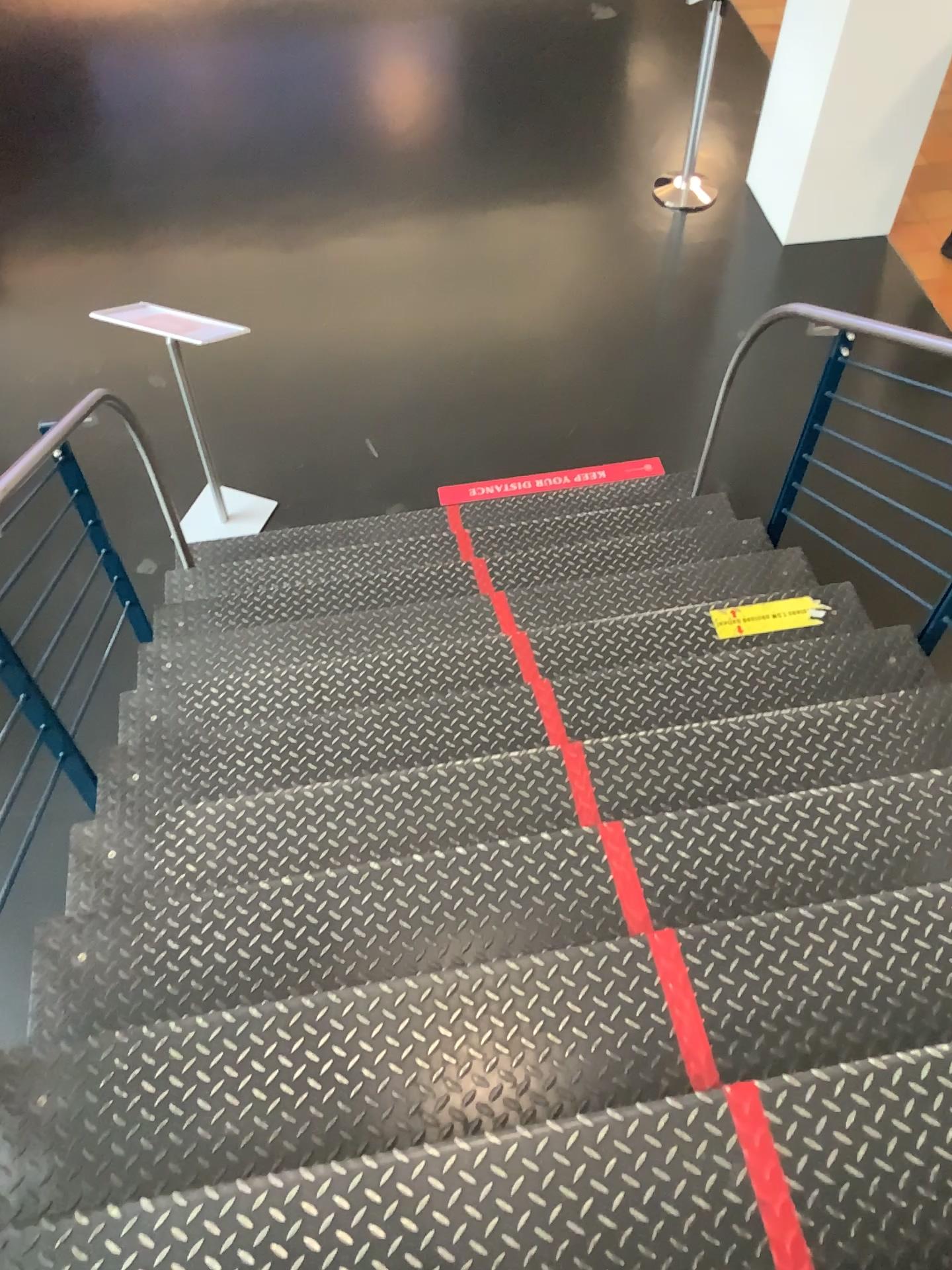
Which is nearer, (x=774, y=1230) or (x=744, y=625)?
(x=774, y=1230)

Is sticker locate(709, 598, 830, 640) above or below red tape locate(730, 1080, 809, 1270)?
below

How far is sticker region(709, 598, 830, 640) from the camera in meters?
3.0 m

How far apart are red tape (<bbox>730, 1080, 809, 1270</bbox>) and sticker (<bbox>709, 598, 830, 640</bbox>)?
1.68m

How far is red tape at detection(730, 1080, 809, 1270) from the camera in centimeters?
135cm

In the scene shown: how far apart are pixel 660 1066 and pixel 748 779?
0.79m

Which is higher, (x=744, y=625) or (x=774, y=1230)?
(x=774, y=1230)

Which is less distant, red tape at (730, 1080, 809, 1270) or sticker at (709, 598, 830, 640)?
red tape at (730, 1080, 809, 1270)

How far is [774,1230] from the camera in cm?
135
